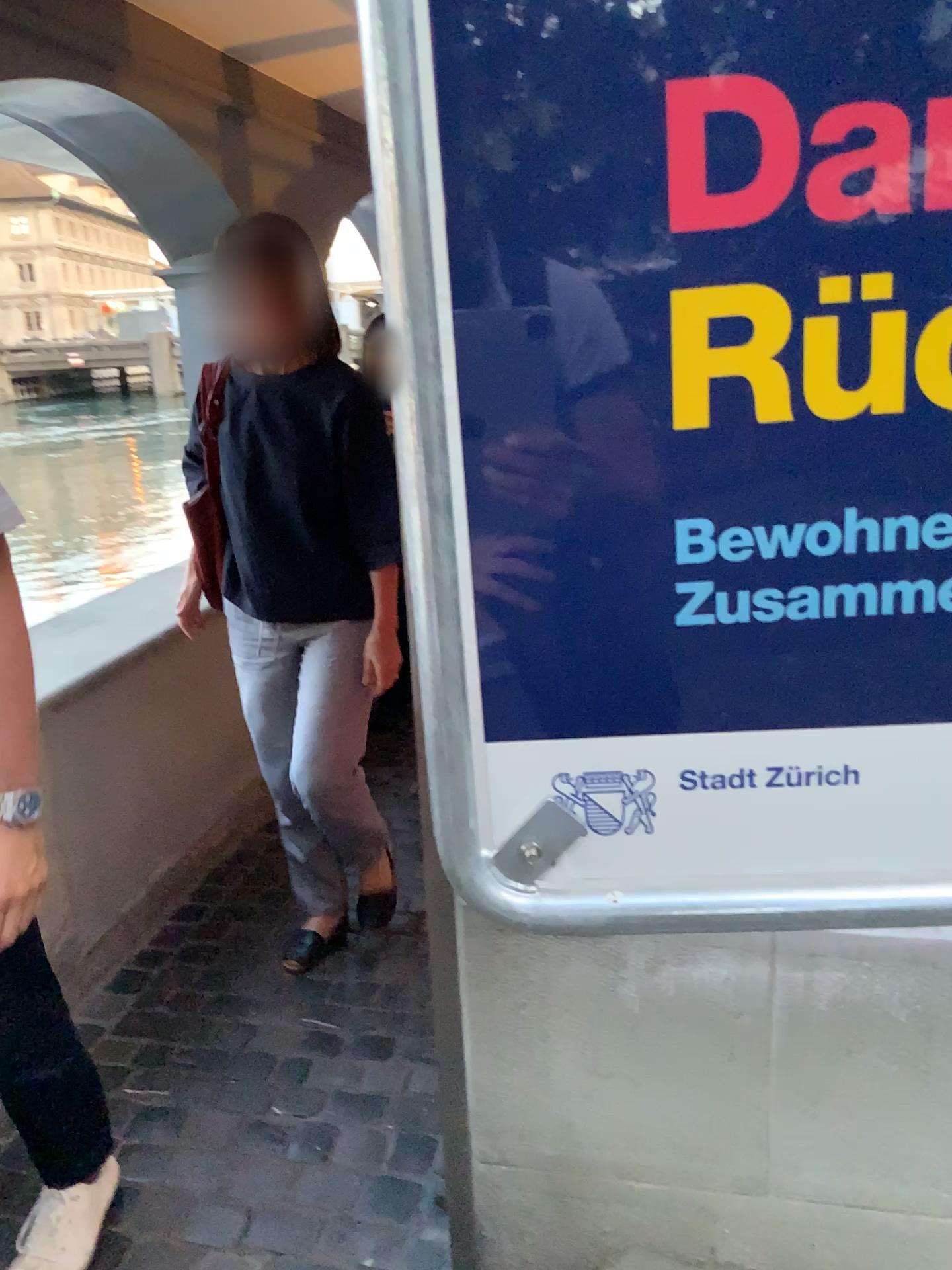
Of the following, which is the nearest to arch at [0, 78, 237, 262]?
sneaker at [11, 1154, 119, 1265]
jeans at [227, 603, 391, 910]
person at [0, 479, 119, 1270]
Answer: jeans at [227, 603, 391, 910]

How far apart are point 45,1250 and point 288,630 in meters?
1.1

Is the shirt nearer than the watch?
No

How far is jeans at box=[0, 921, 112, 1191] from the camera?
1.4 meters

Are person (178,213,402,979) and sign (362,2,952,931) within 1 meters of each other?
no

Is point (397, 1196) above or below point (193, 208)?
below

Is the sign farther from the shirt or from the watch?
the shirt

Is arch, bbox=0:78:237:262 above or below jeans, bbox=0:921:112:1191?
above

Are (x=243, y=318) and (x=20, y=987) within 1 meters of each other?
no

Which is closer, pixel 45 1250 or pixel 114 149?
pixel 45 1250
